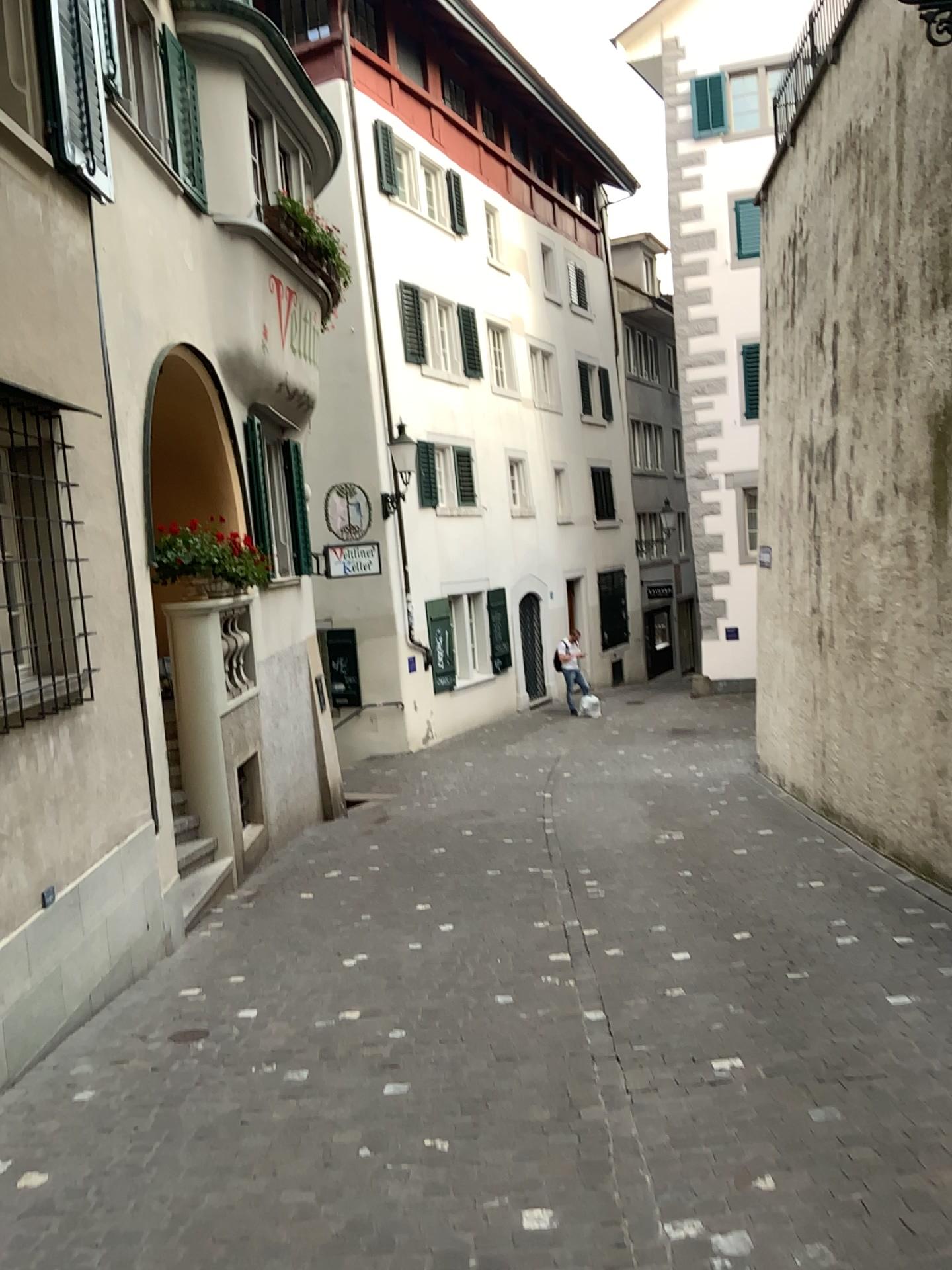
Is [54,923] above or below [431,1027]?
above
